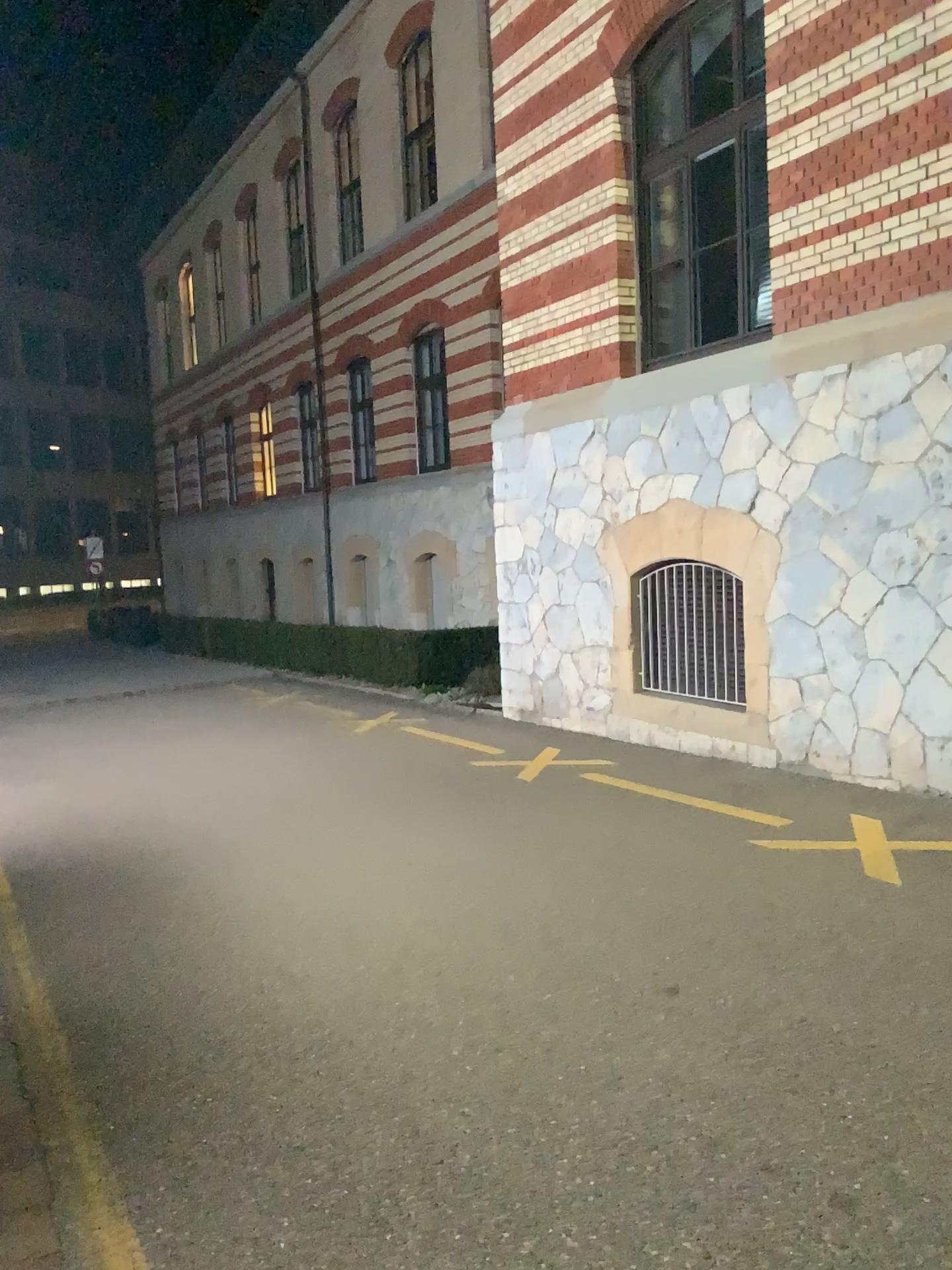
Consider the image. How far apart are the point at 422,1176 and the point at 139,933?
2.37m
